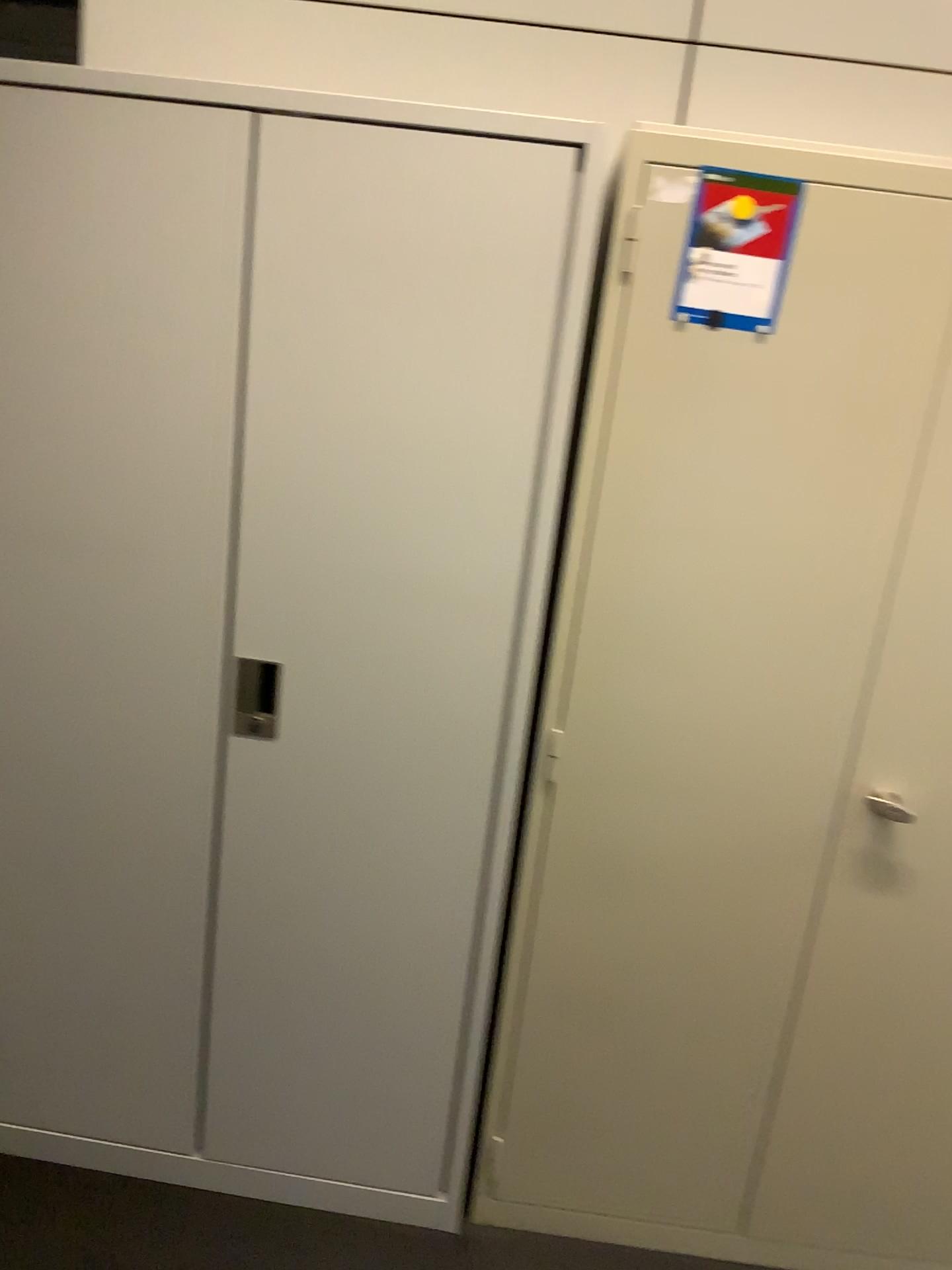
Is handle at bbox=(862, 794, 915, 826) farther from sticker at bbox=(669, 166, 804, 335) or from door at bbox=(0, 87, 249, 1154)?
door at bbox=(0, 87, 249, 1154)

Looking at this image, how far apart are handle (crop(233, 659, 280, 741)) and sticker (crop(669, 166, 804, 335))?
0.84m

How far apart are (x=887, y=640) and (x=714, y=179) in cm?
73

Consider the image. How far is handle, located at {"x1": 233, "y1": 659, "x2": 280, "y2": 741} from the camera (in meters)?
1.71

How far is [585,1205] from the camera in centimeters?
195cm

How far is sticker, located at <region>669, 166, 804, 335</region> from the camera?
1.48m

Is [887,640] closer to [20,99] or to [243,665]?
[243,665]

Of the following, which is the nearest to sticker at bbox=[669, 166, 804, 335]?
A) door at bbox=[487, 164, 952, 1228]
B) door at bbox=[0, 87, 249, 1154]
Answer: door at bbox=[487, 164, 952, 1228]

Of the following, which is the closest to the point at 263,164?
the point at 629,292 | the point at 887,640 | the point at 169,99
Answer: the point at 169,99

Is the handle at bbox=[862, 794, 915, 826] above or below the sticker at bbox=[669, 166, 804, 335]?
below
